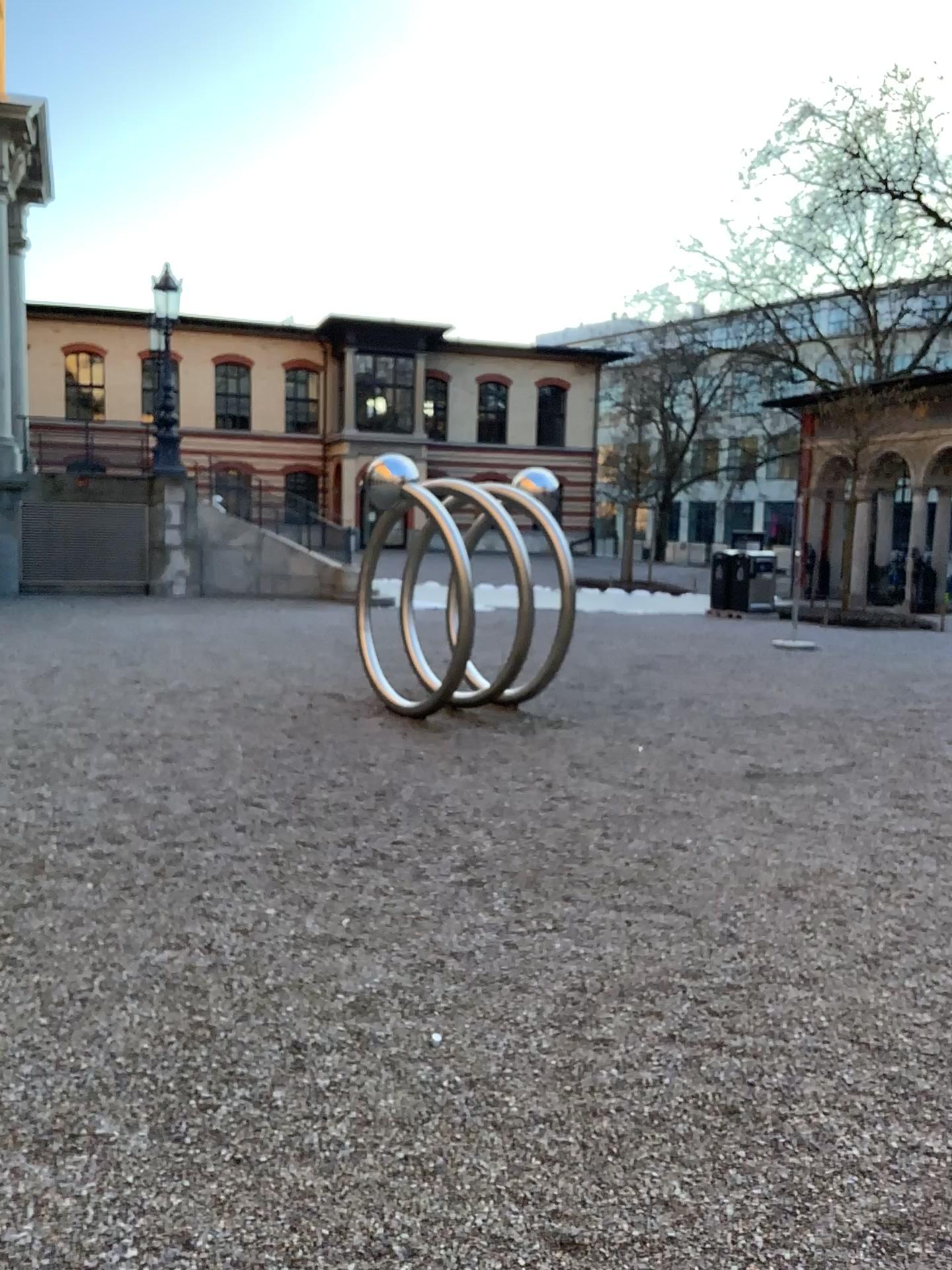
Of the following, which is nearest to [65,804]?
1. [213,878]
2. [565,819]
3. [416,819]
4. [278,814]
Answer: [278,814]
